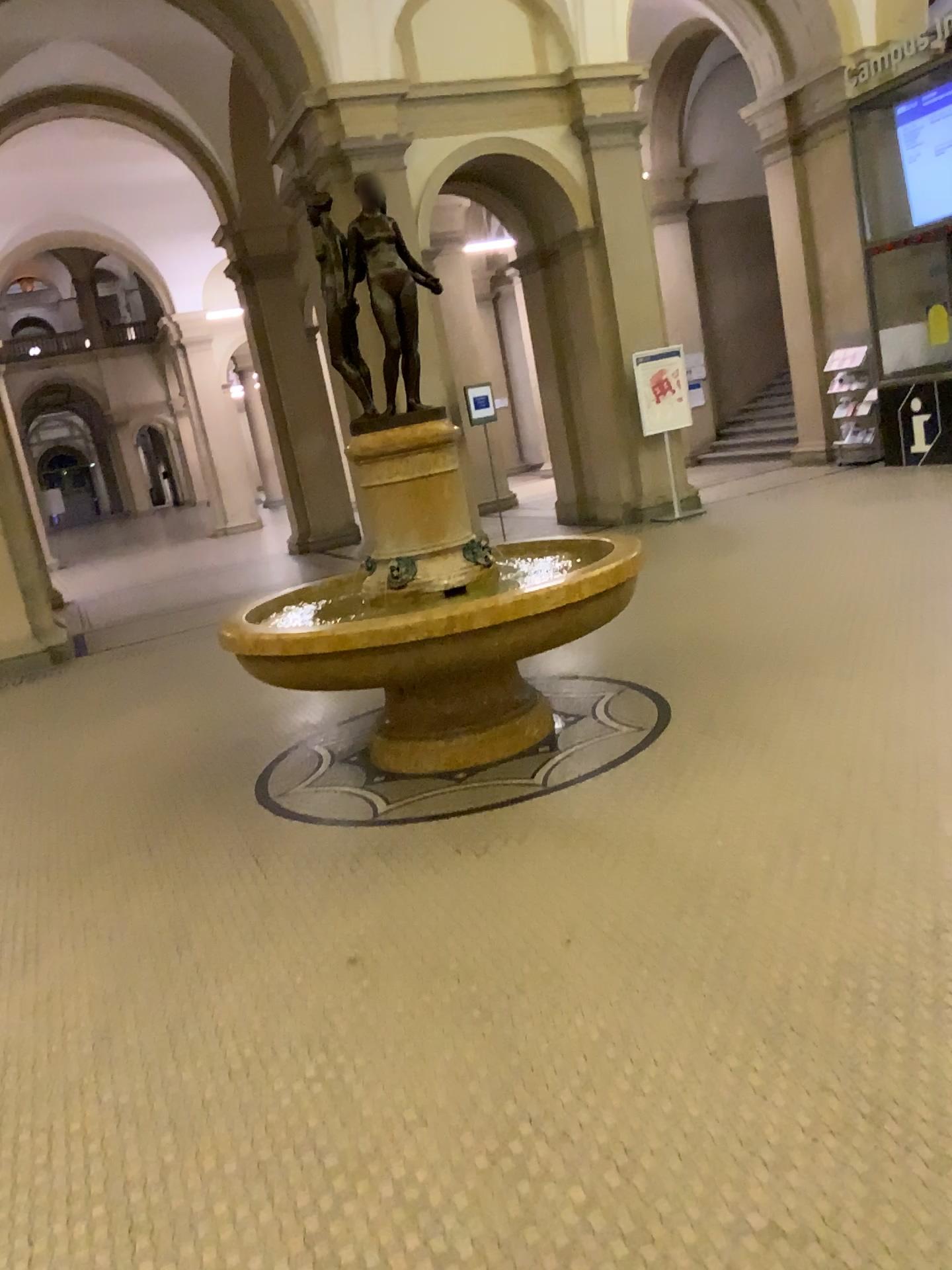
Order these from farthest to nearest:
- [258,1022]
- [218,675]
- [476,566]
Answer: [218,675] → [476,566] → [258,1022]
